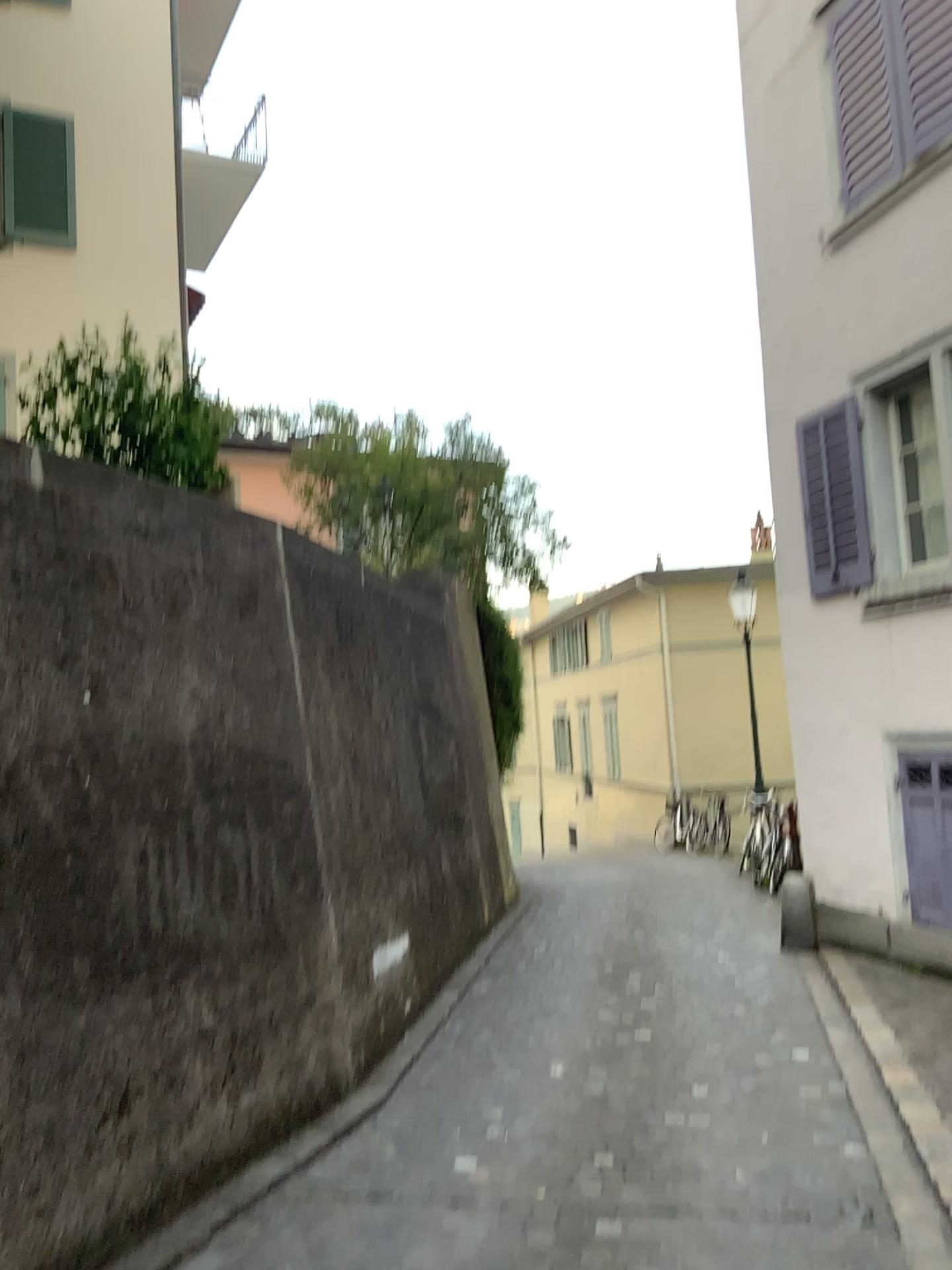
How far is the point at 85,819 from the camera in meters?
3.6
